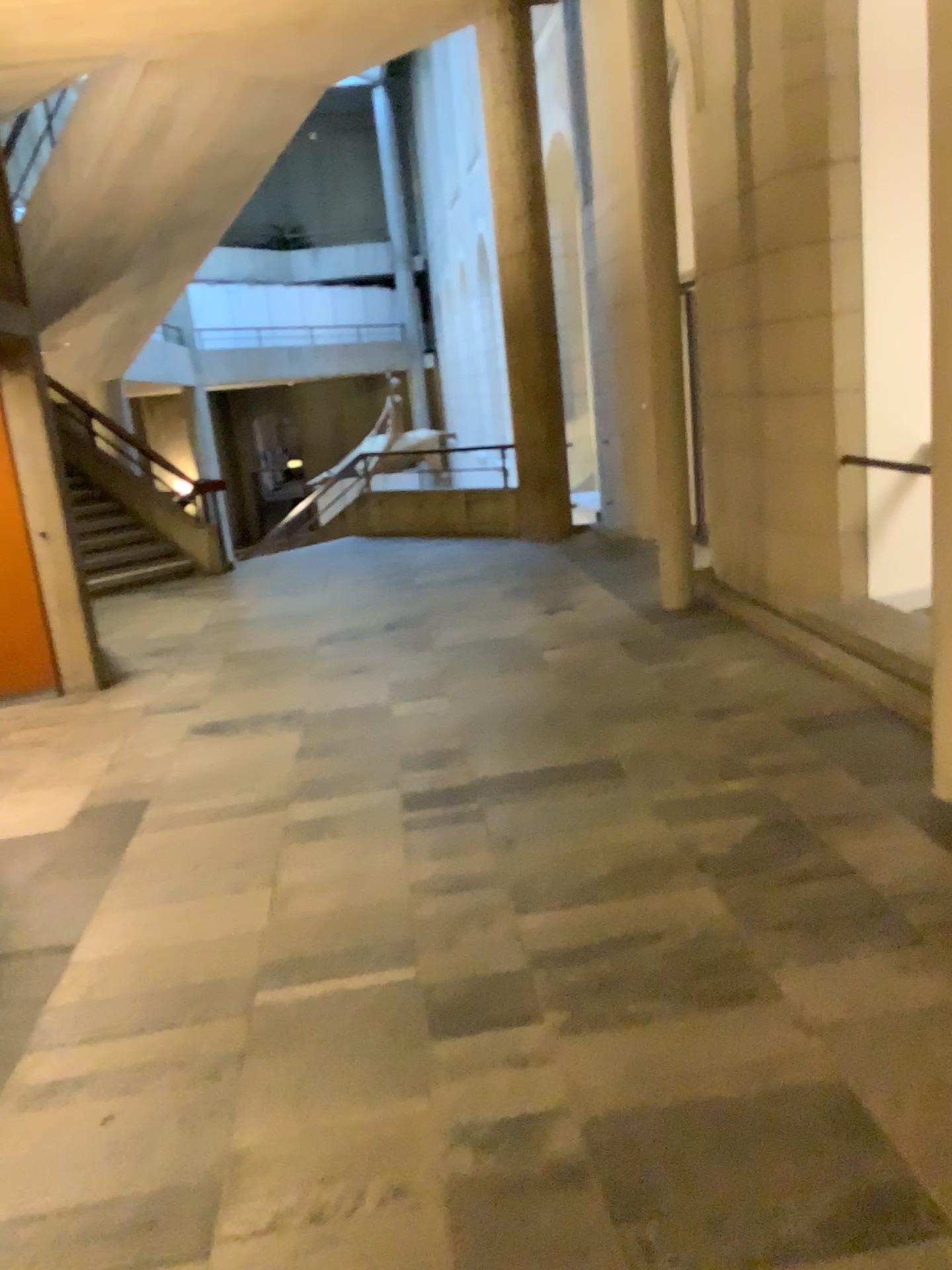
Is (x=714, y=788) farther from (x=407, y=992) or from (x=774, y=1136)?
(x=774, y=1136)
